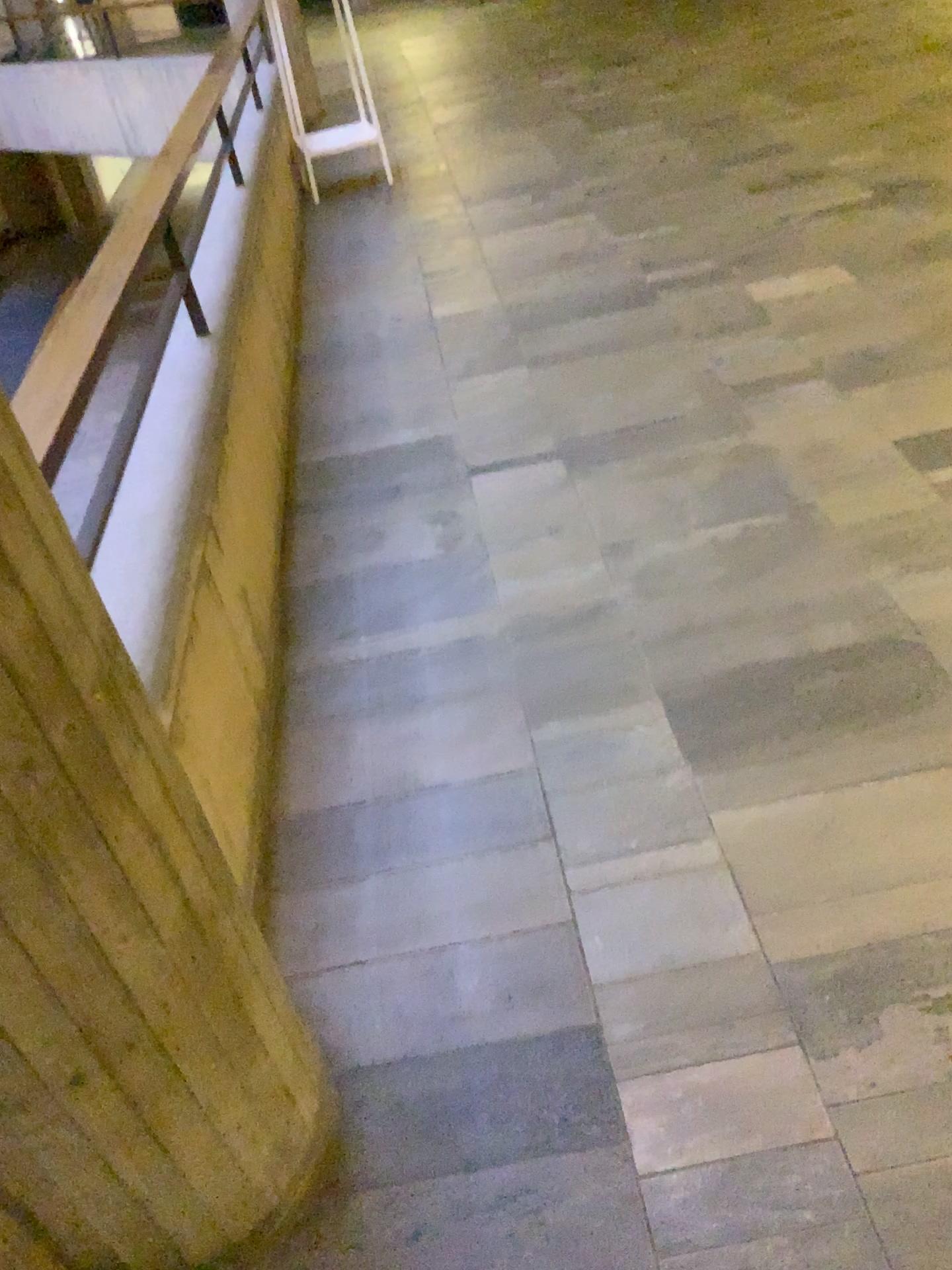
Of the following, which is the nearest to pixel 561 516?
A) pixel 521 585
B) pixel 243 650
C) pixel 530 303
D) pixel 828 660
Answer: pixel 521 585

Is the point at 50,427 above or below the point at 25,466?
below

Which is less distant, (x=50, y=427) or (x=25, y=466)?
(x=25, y=466)

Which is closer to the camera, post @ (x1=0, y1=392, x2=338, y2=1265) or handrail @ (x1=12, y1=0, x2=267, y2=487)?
post @ (x1=0, y1=392, x2=338, y2=1265)
